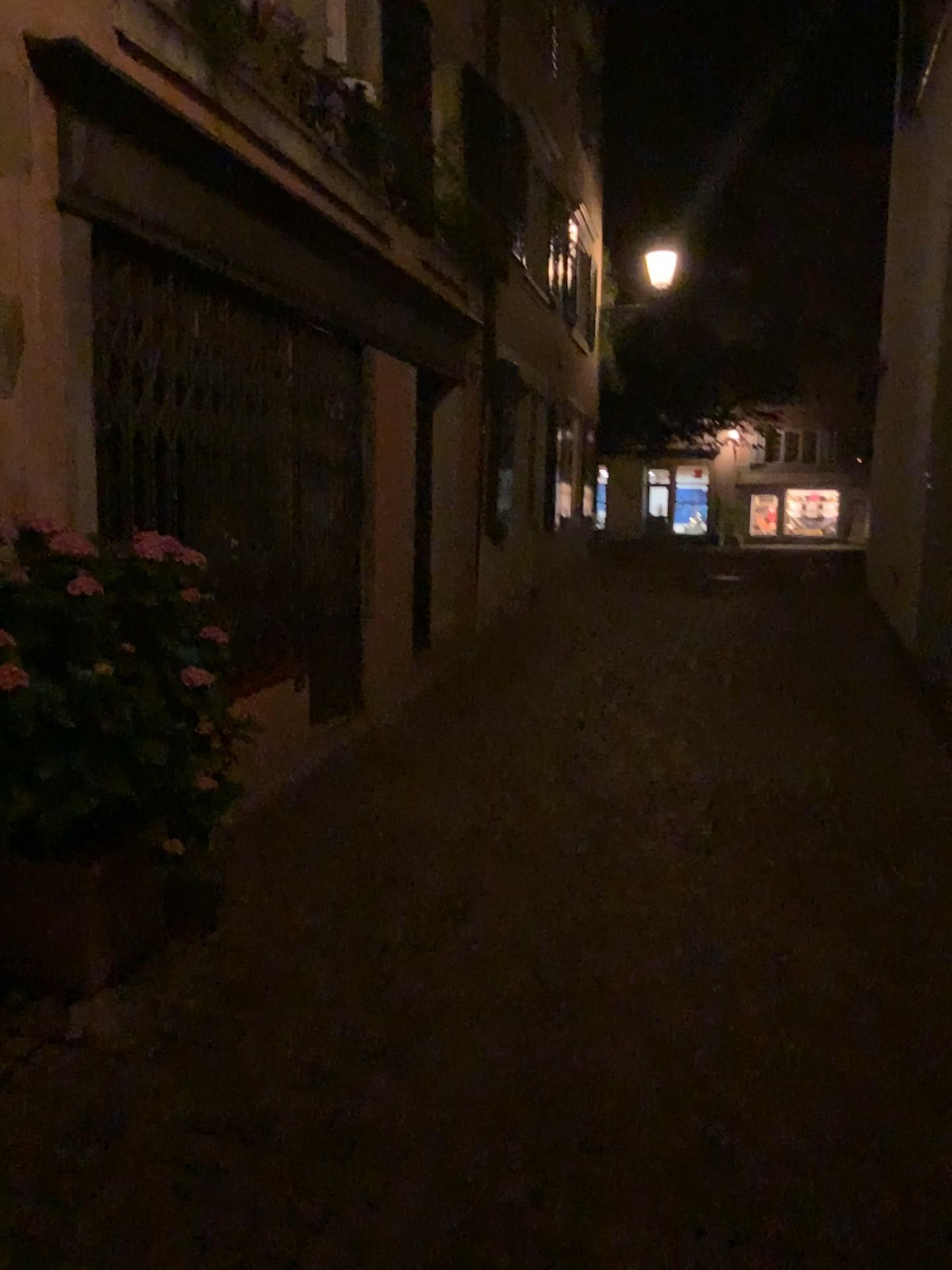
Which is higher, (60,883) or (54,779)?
(54,779)

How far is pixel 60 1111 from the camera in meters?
2.5

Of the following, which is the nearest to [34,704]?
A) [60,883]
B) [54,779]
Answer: [54,779]

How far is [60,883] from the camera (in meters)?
2.99

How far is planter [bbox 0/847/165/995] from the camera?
3.0m
